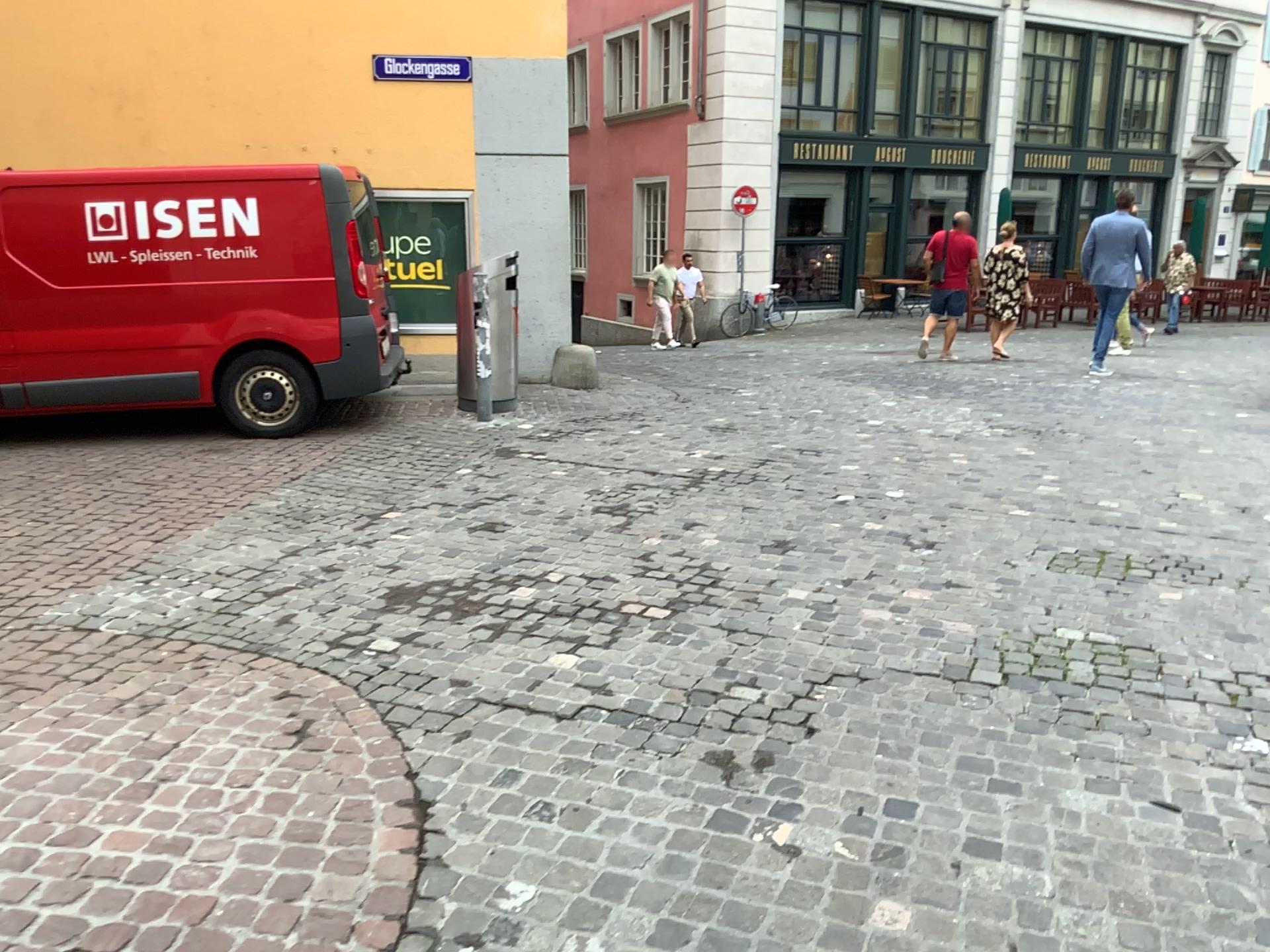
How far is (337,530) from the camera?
5.2m
